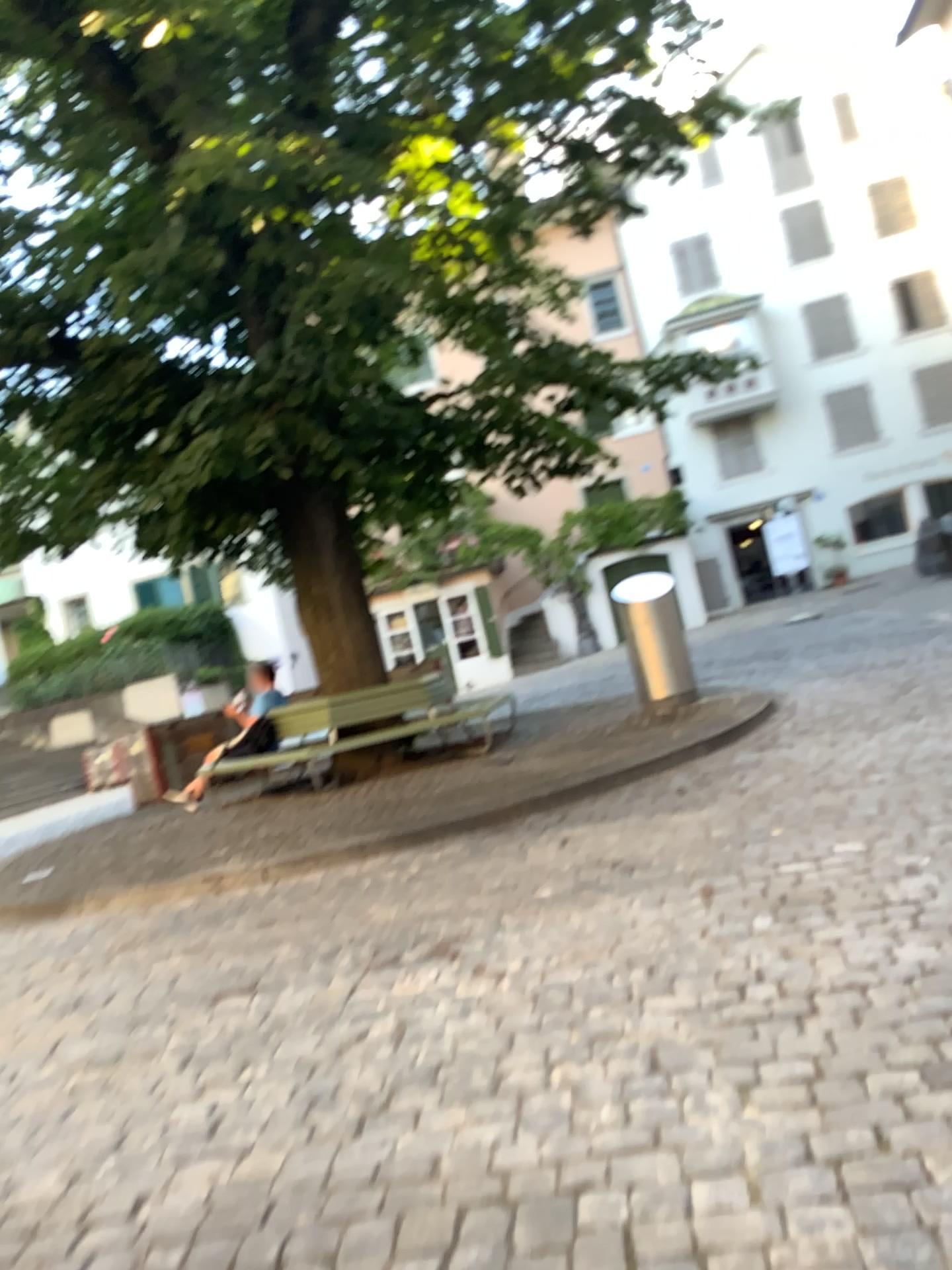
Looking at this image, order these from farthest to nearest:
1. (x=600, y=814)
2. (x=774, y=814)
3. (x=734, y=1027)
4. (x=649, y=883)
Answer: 1. (x=600, y=814)
2. (x=774, y=814)
3. (x=649, y=883)
4. (x=734, y=1027)
